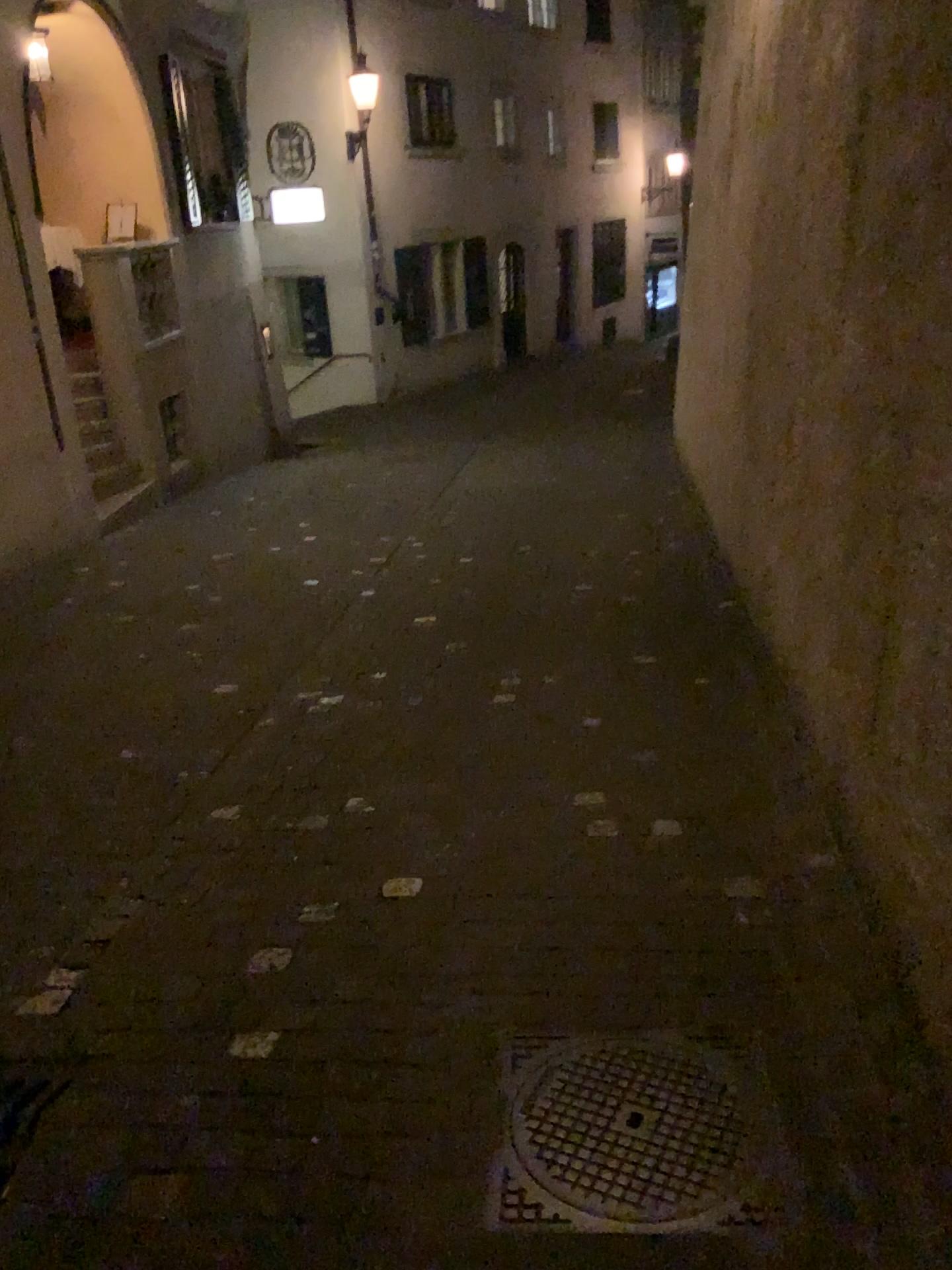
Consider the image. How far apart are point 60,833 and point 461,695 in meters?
1.6
